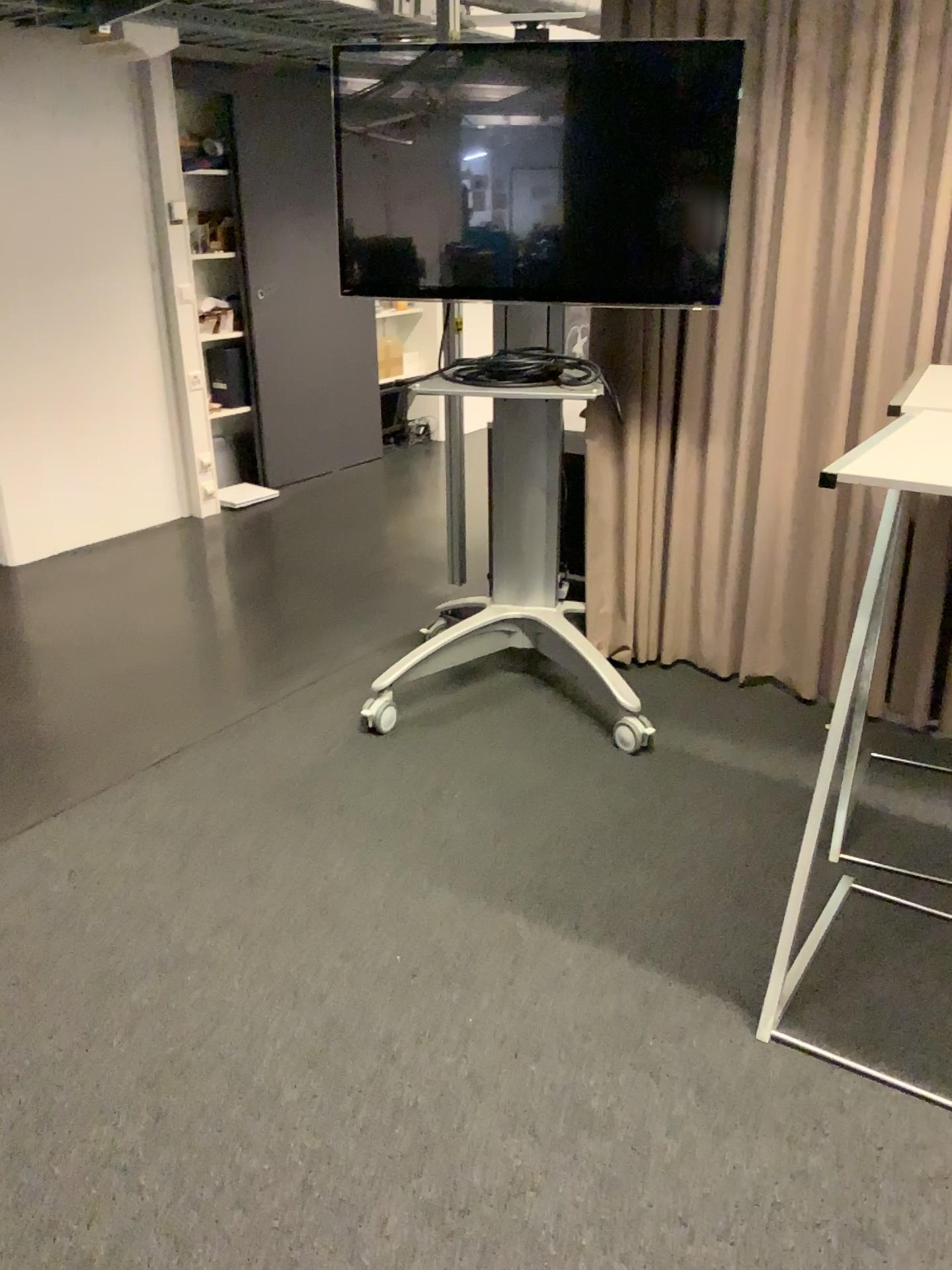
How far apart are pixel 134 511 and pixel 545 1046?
4.03m

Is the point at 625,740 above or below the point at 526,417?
below

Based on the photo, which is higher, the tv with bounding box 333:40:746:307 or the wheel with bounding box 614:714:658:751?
the tv with bounding box 333:40:746:307

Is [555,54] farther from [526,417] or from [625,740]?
[625,740]

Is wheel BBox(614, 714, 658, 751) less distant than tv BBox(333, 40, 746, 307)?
No

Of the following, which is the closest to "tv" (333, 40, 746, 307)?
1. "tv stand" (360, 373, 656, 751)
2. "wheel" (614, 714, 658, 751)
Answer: "tv stand" (360, 373, 656, 751)

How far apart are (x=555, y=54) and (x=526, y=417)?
0.96m

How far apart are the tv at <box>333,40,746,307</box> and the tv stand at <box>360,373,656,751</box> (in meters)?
0.31

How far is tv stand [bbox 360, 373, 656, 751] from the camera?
3.2m

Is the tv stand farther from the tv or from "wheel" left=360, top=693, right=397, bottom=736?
the tv
